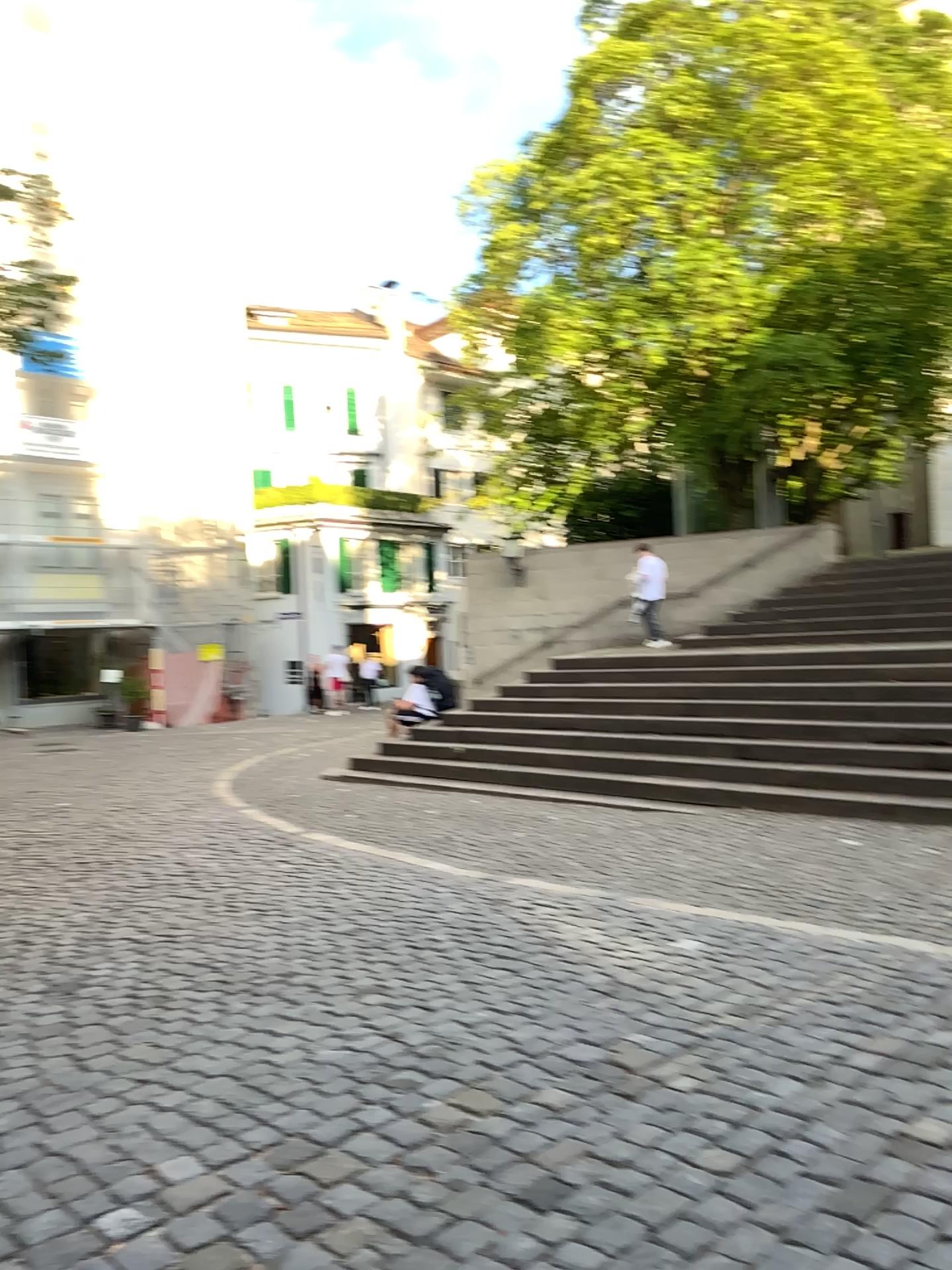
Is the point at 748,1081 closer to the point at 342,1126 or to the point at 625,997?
the point at 625,997
